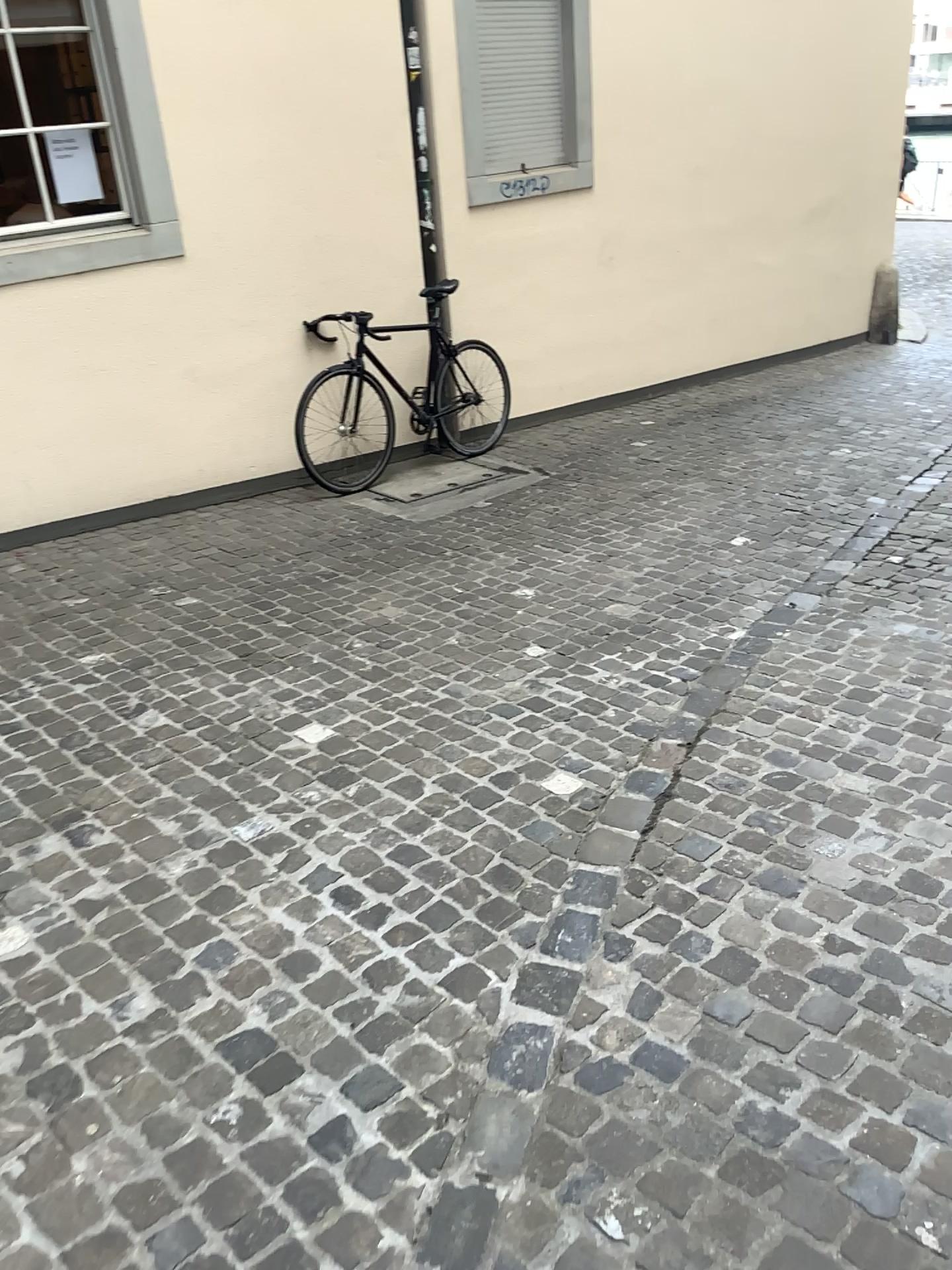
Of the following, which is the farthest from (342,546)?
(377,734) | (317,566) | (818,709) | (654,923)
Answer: (654,923)
